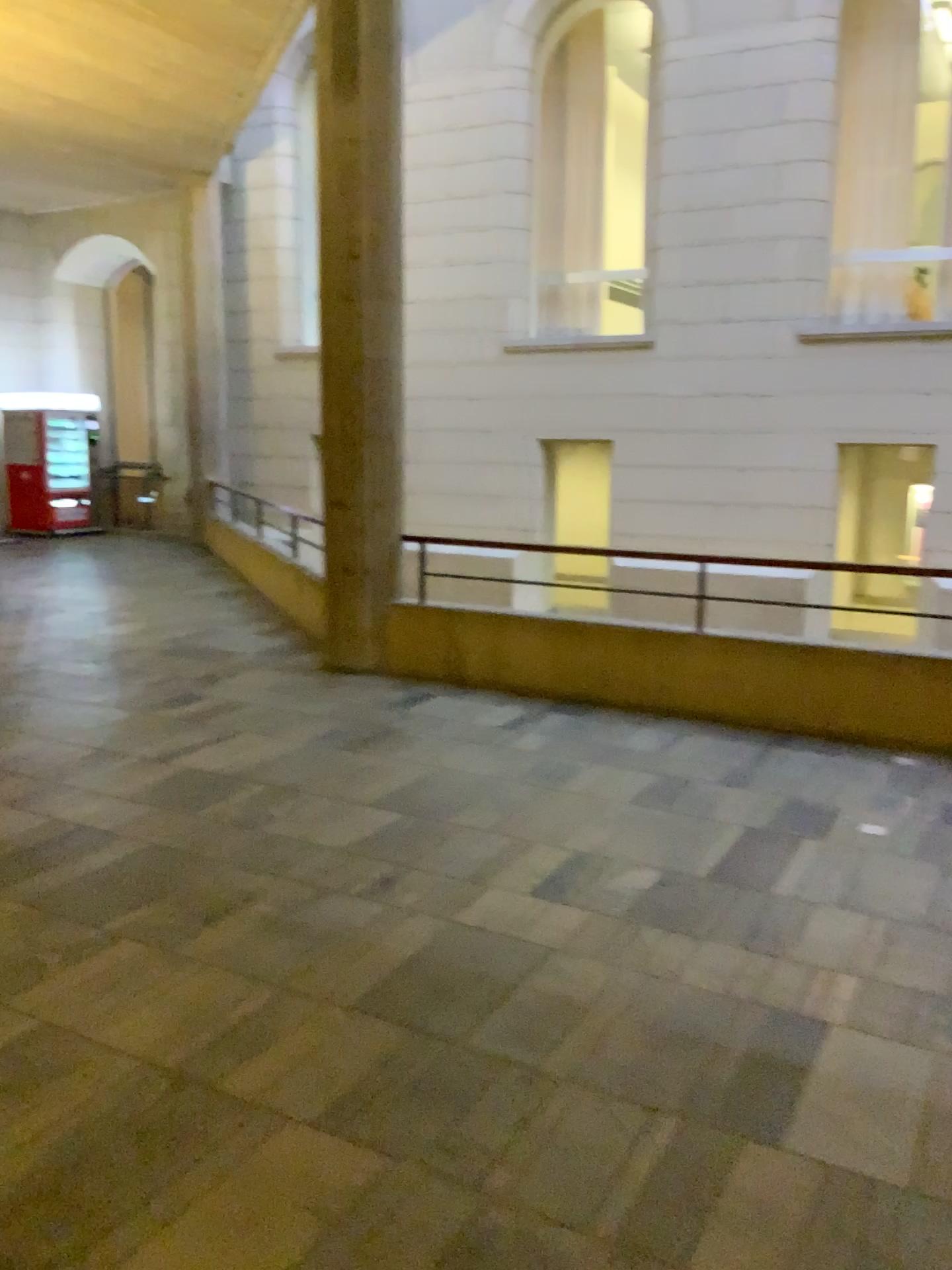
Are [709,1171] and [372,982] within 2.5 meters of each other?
yes
